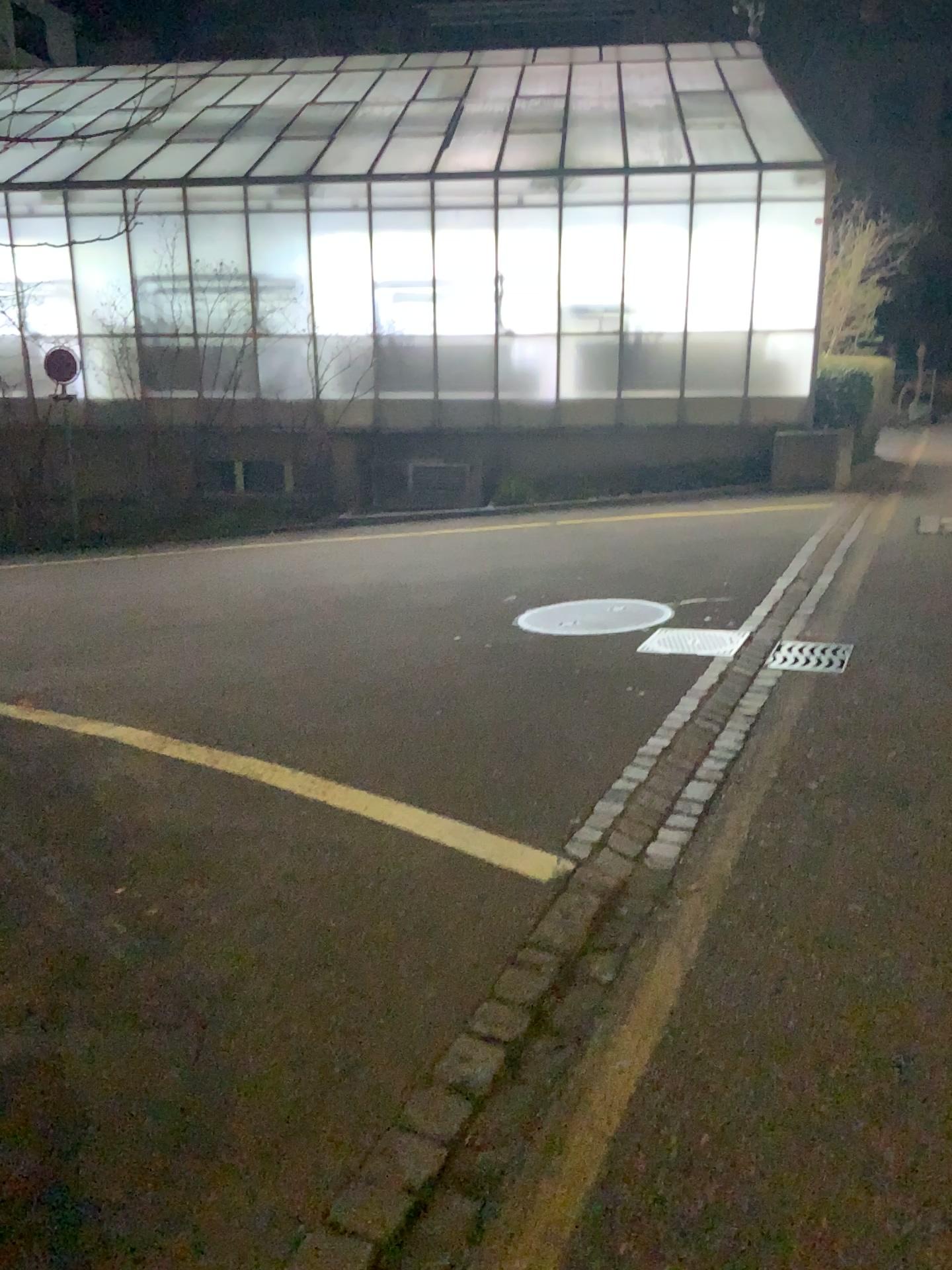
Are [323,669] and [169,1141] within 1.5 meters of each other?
no
